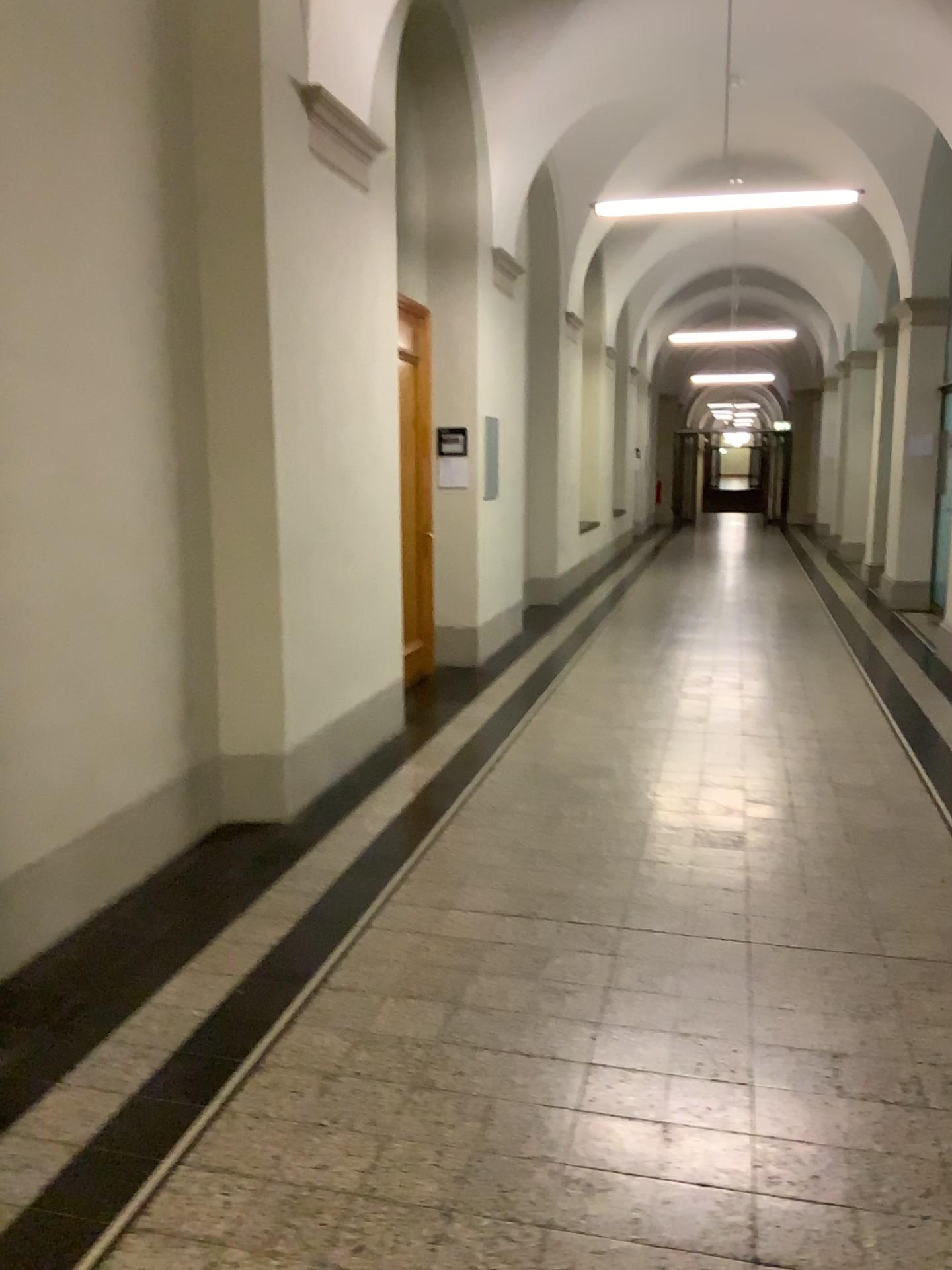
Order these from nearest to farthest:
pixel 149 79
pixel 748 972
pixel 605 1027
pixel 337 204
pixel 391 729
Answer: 1. pixel 605 1027
2. pixel 748 972
3. pixel 149 79
4. pixel 337 204
5. pixel 391 729
